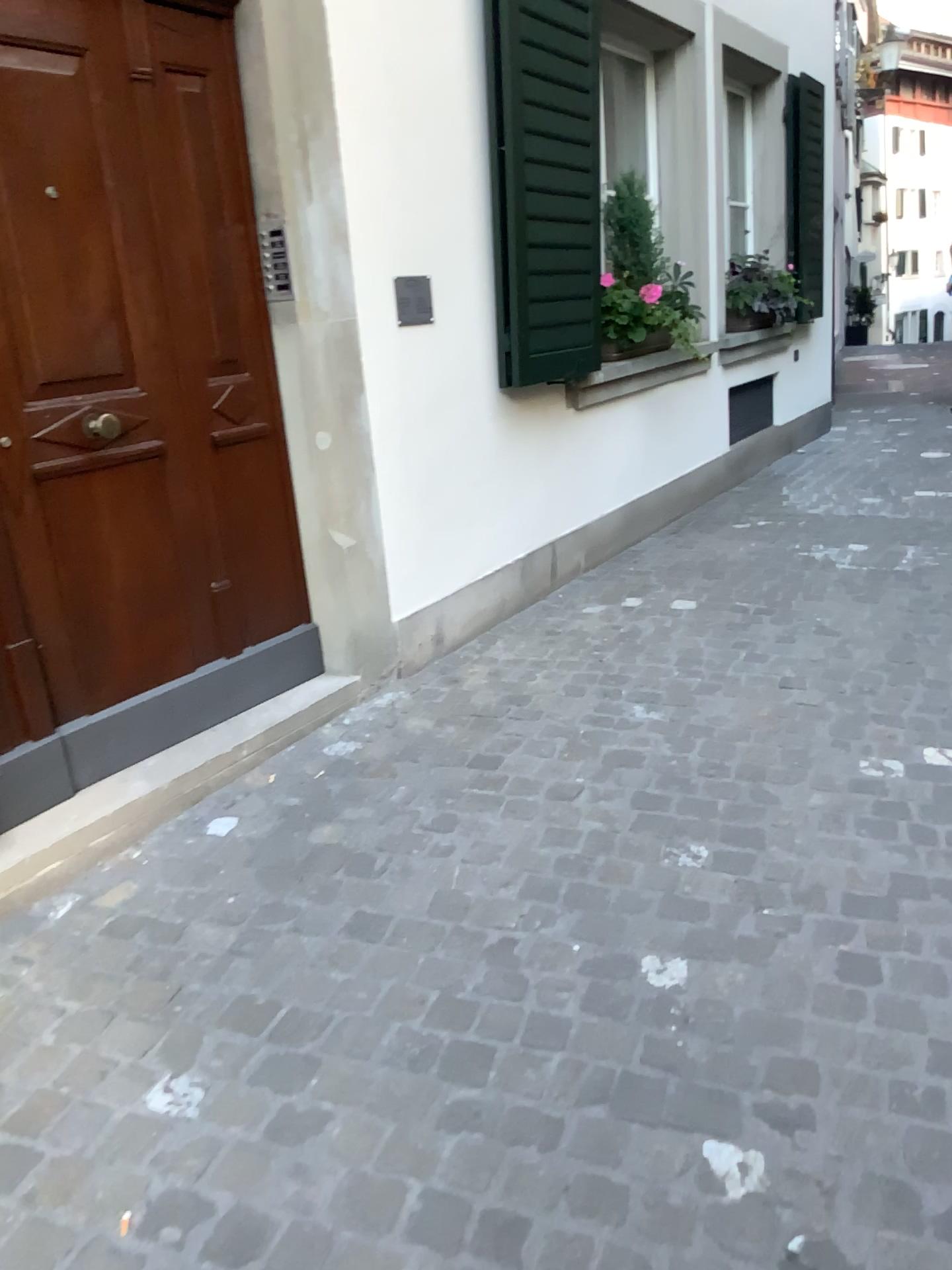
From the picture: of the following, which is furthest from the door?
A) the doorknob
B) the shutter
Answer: the shutter

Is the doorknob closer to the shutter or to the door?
the door

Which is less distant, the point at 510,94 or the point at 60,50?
the point at 60,50

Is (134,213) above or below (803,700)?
above

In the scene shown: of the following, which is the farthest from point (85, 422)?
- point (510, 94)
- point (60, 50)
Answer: point (510, 94)

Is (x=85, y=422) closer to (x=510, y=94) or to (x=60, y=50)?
(x=60, y=50)

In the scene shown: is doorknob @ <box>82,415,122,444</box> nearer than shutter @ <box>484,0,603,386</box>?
Yes

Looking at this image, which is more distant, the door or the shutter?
the shutter
